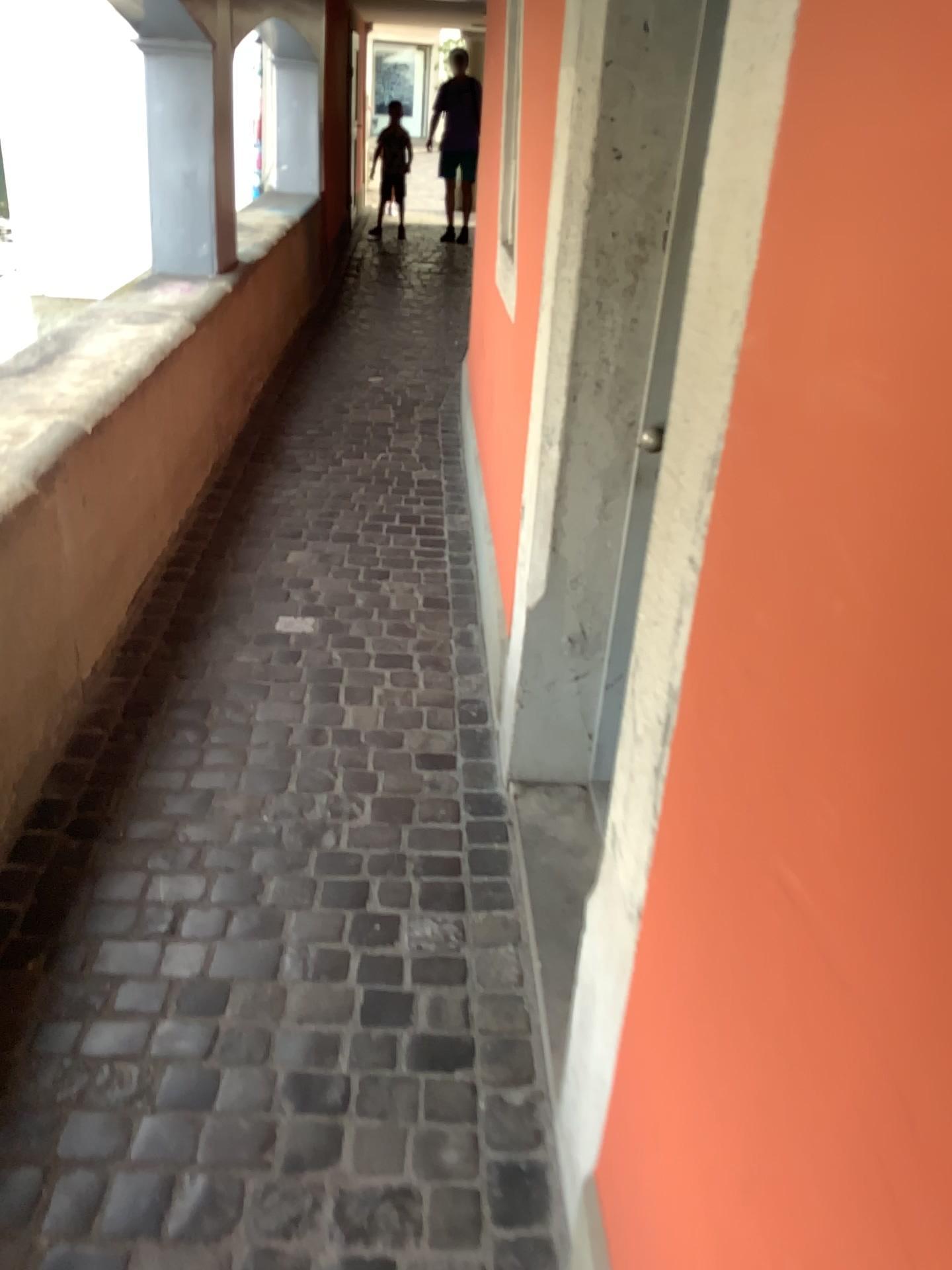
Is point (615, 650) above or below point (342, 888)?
above
